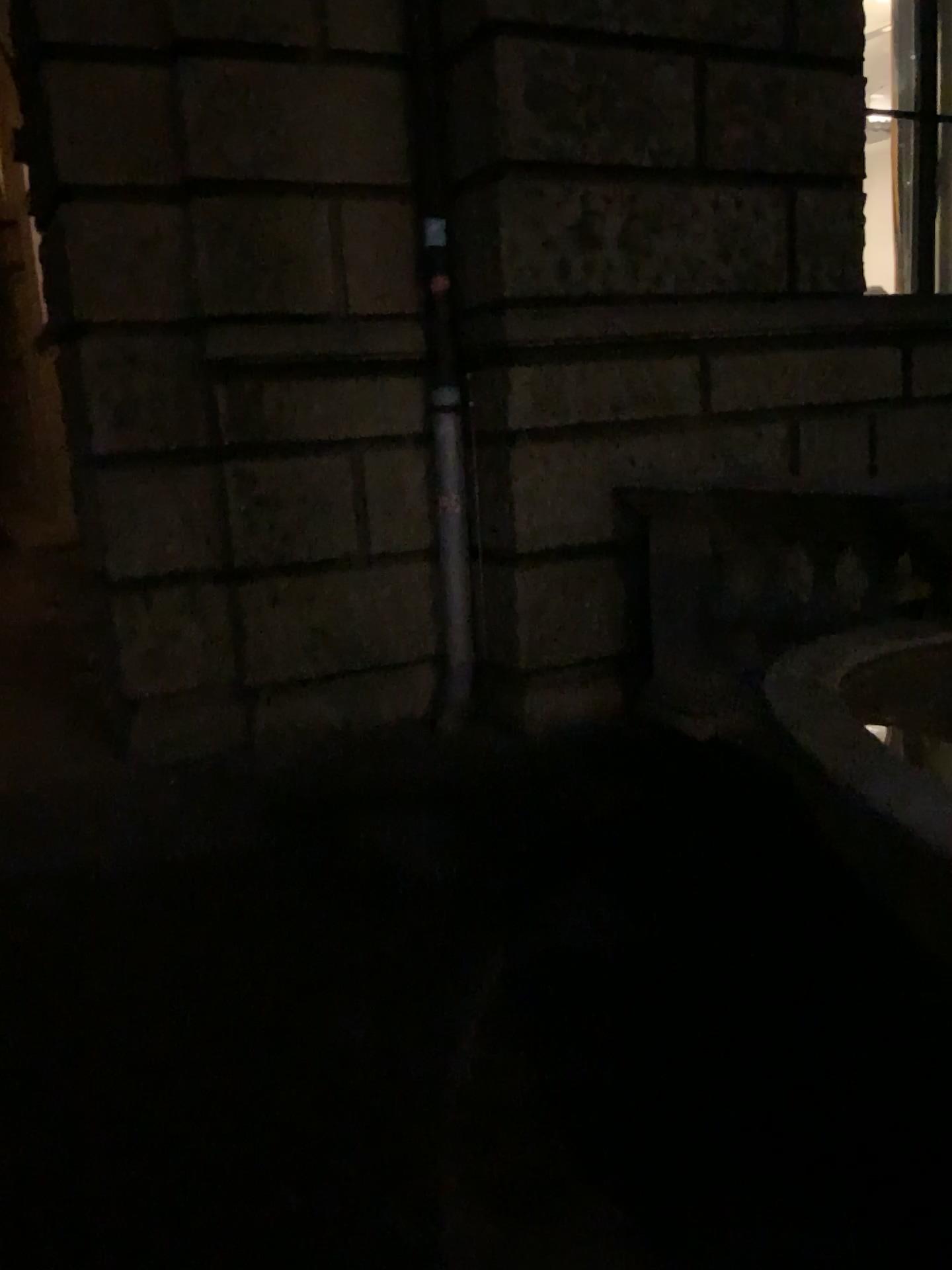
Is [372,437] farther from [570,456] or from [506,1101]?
[506,1101]
